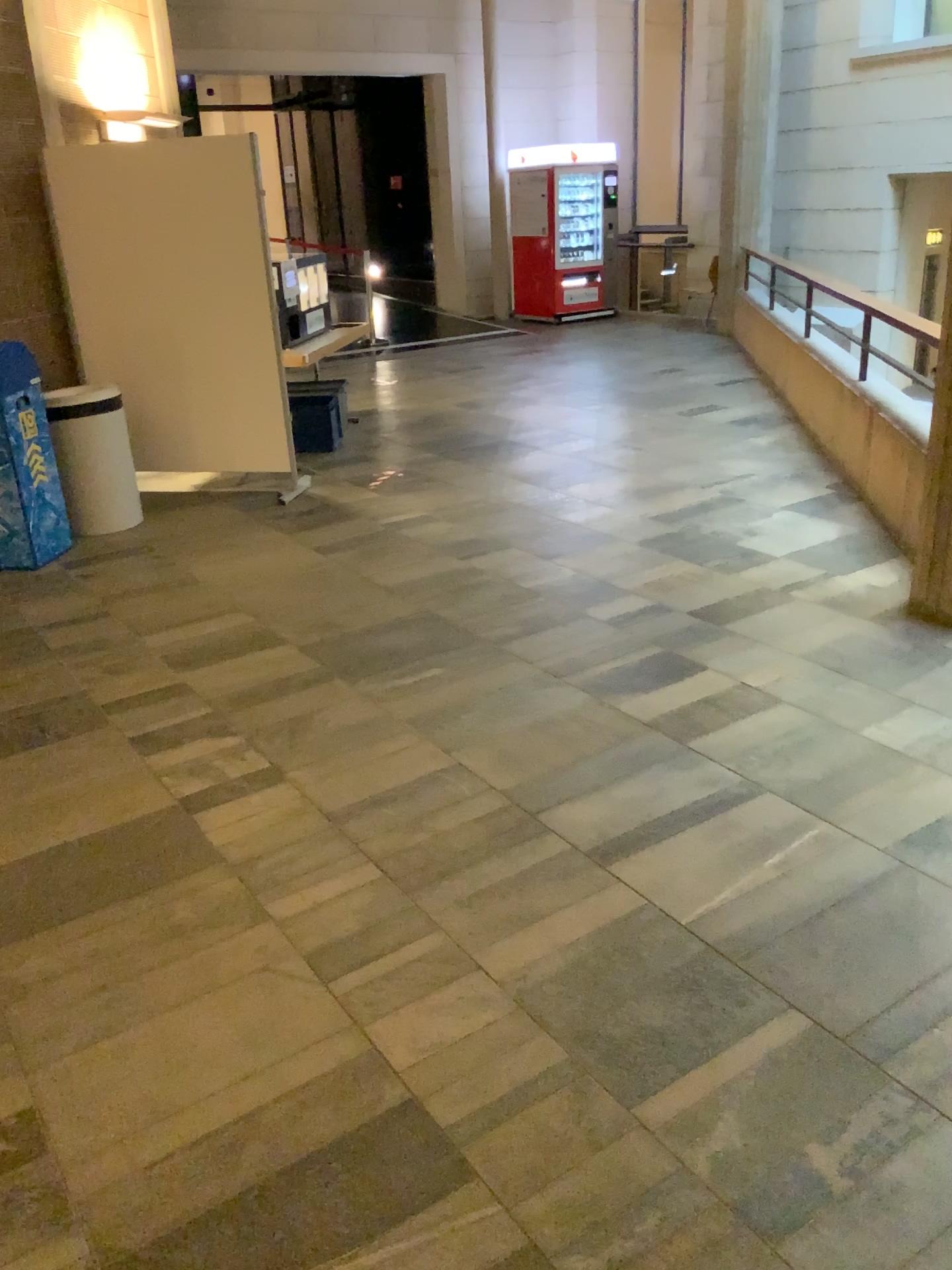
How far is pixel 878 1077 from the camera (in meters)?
1.99
